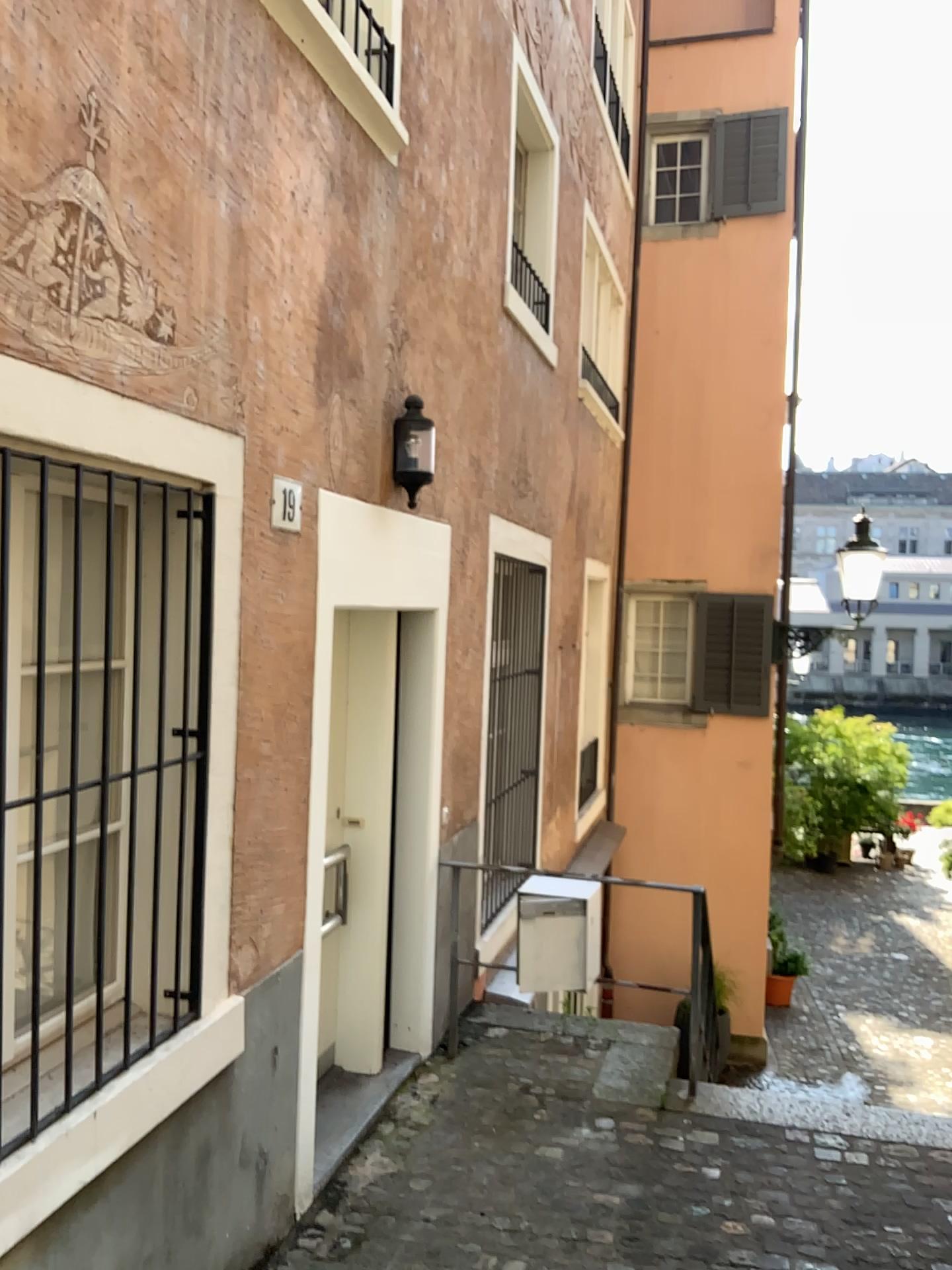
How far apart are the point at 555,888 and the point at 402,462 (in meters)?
1.85

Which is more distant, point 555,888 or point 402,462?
point 555,888

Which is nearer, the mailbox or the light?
the light

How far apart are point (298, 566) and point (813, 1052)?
3.53m

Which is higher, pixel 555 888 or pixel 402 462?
pixel 402 462

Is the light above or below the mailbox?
above

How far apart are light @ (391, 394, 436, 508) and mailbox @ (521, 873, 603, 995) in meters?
1.7 m

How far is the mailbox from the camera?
4.4 meters

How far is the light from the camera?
4.12m
